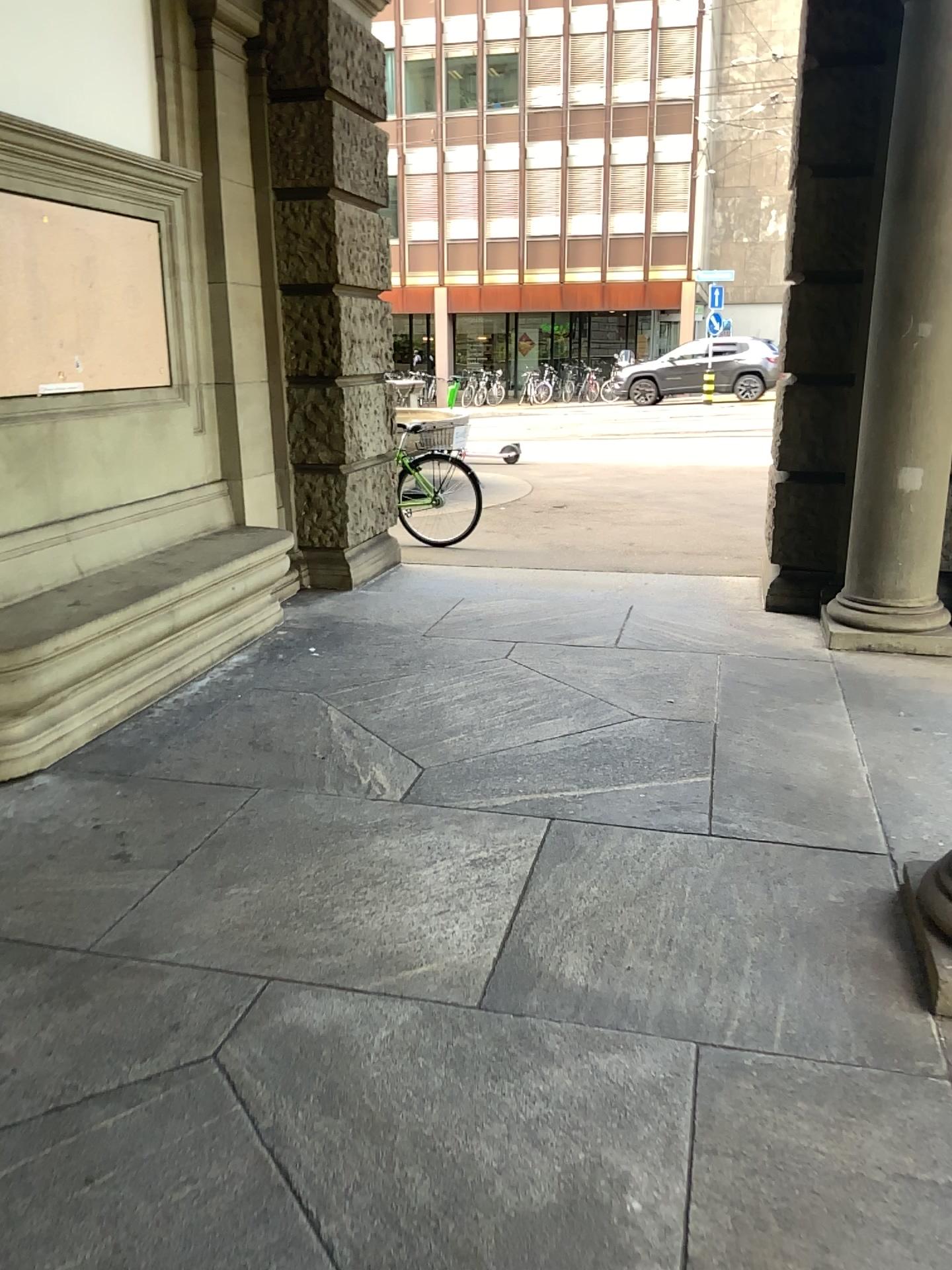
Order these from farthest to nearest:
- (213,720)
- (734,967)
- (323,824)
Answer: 1. (213,720)
2. (323,824)
3. (734,967)
